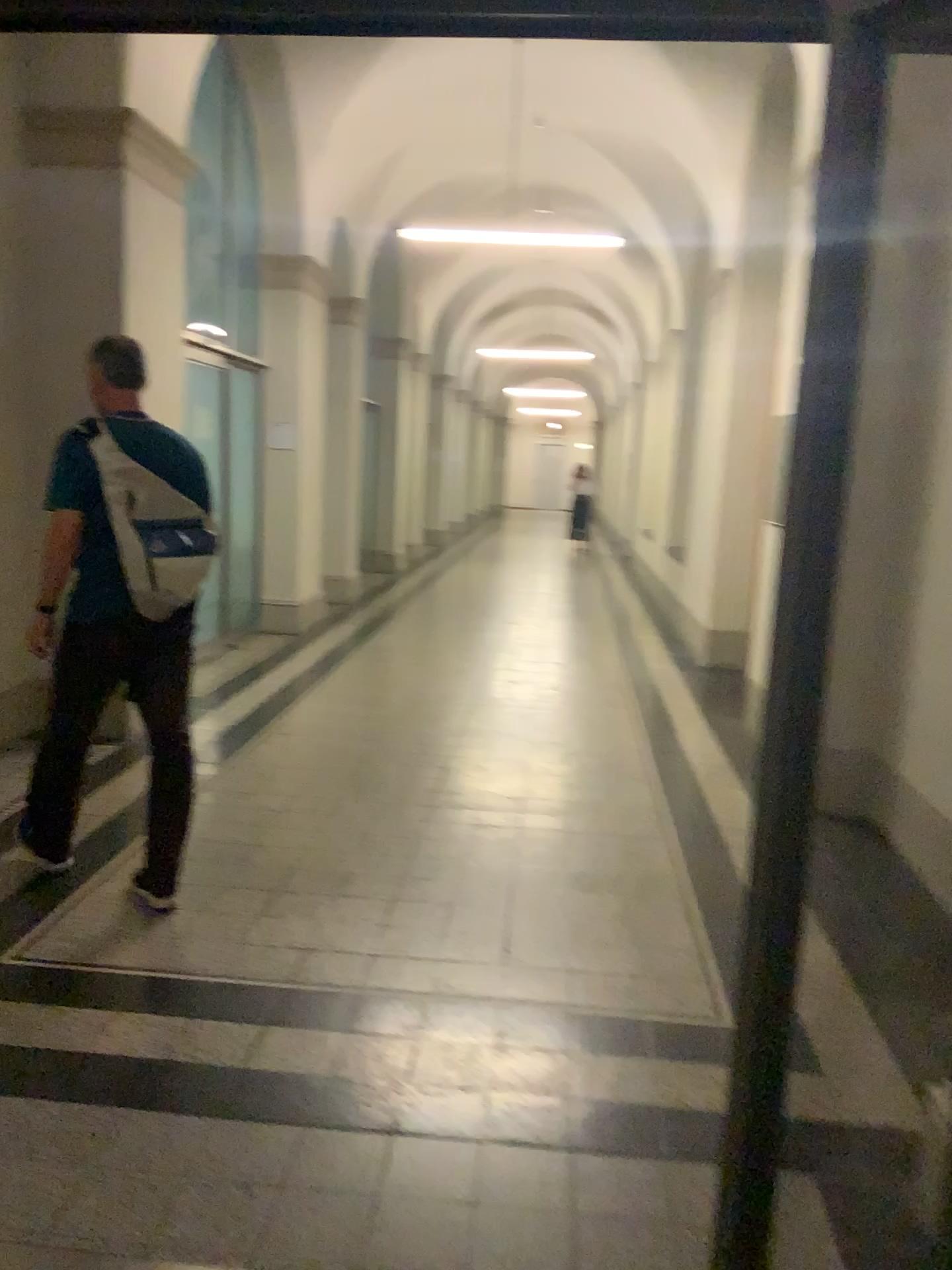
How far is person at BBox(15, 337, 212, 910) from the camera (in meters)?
3.22

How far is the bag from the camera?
3.2 meters

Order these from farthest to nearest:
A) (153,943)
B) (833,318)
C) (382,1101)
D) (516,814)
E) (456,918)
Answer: (516,814) < (456,918) < (153,943) < (382,1101) < (833,318)

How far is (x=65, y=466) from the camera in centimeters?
322cm

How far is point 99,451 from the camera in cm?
325
